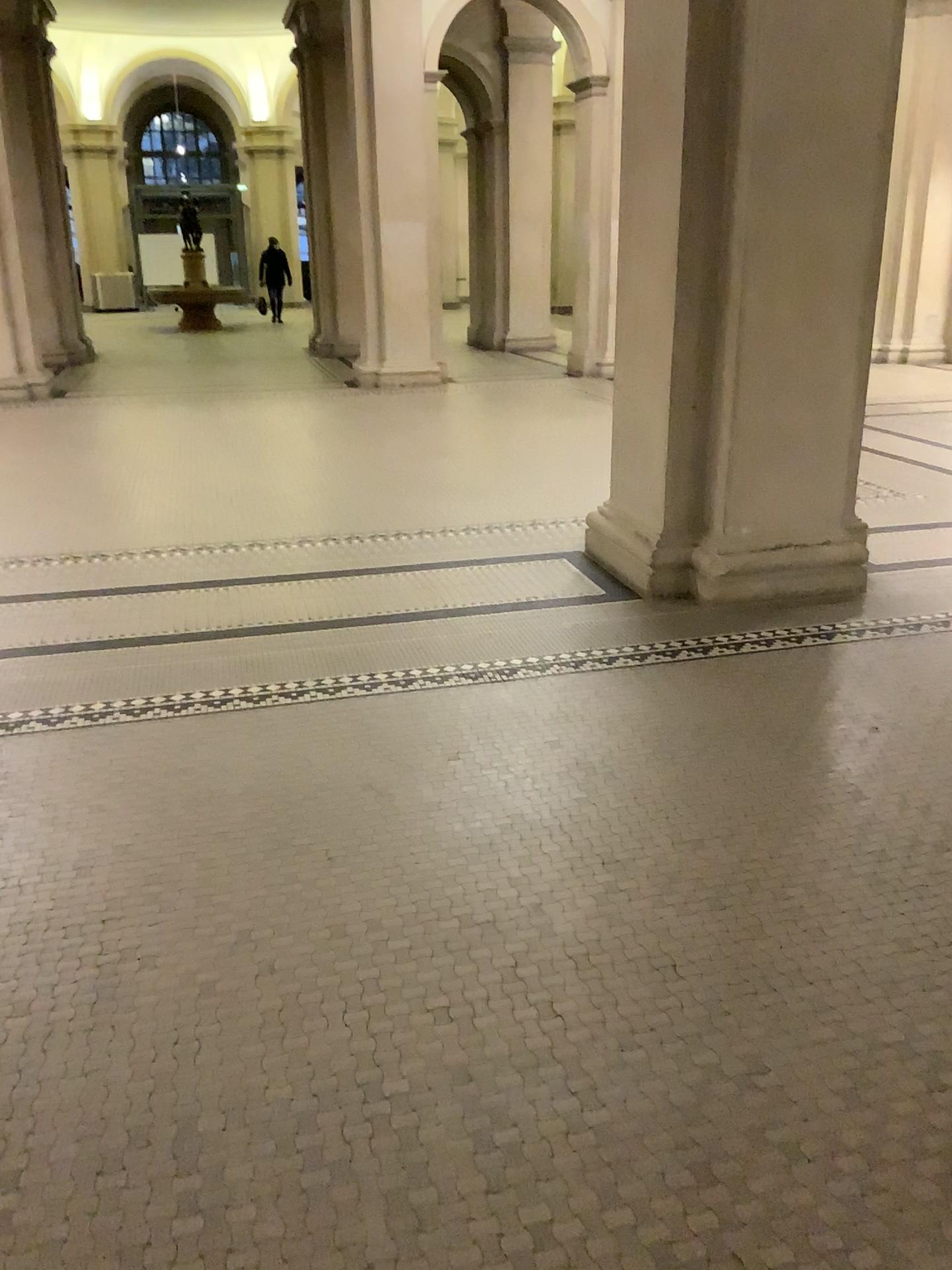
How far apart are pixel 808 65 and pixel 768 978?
3.3 meters
